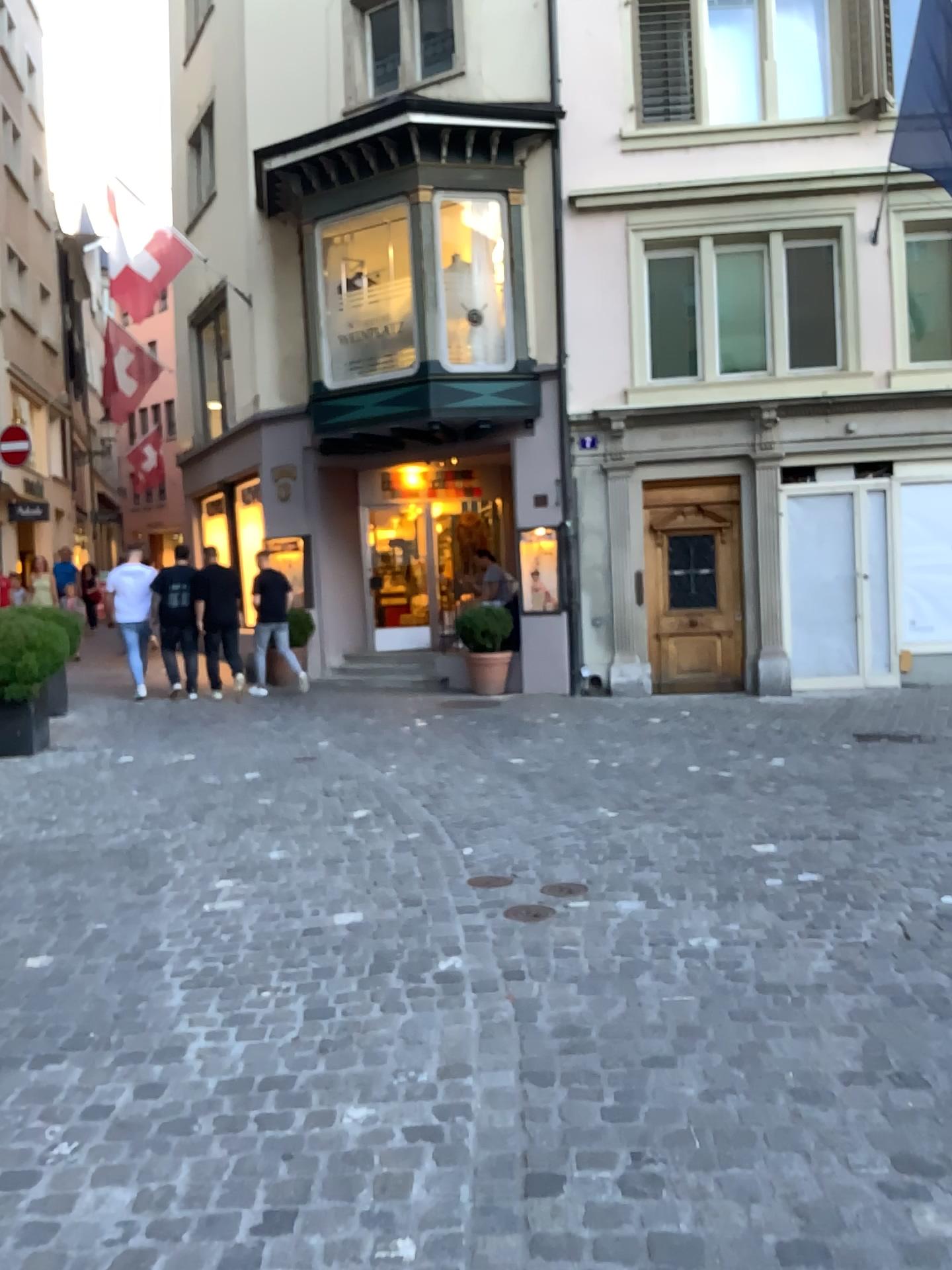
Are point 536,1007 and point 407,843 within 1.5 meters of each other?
no
